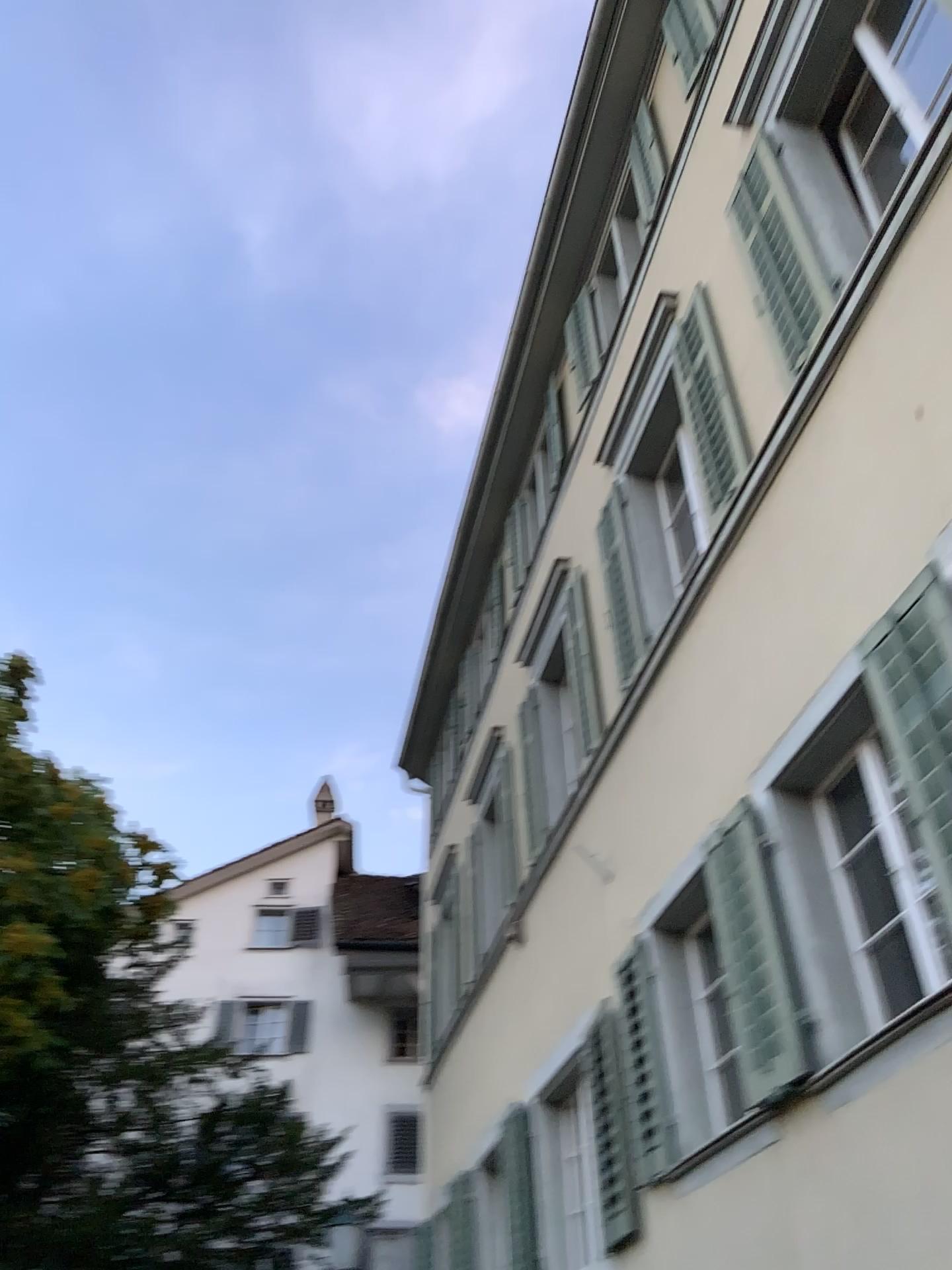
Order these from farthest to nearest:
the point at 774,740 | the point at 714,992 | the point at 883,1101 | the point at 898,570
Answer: the point at 714,992 < the point at 774,740 < the point at 898,570 < the point at 883,1101
